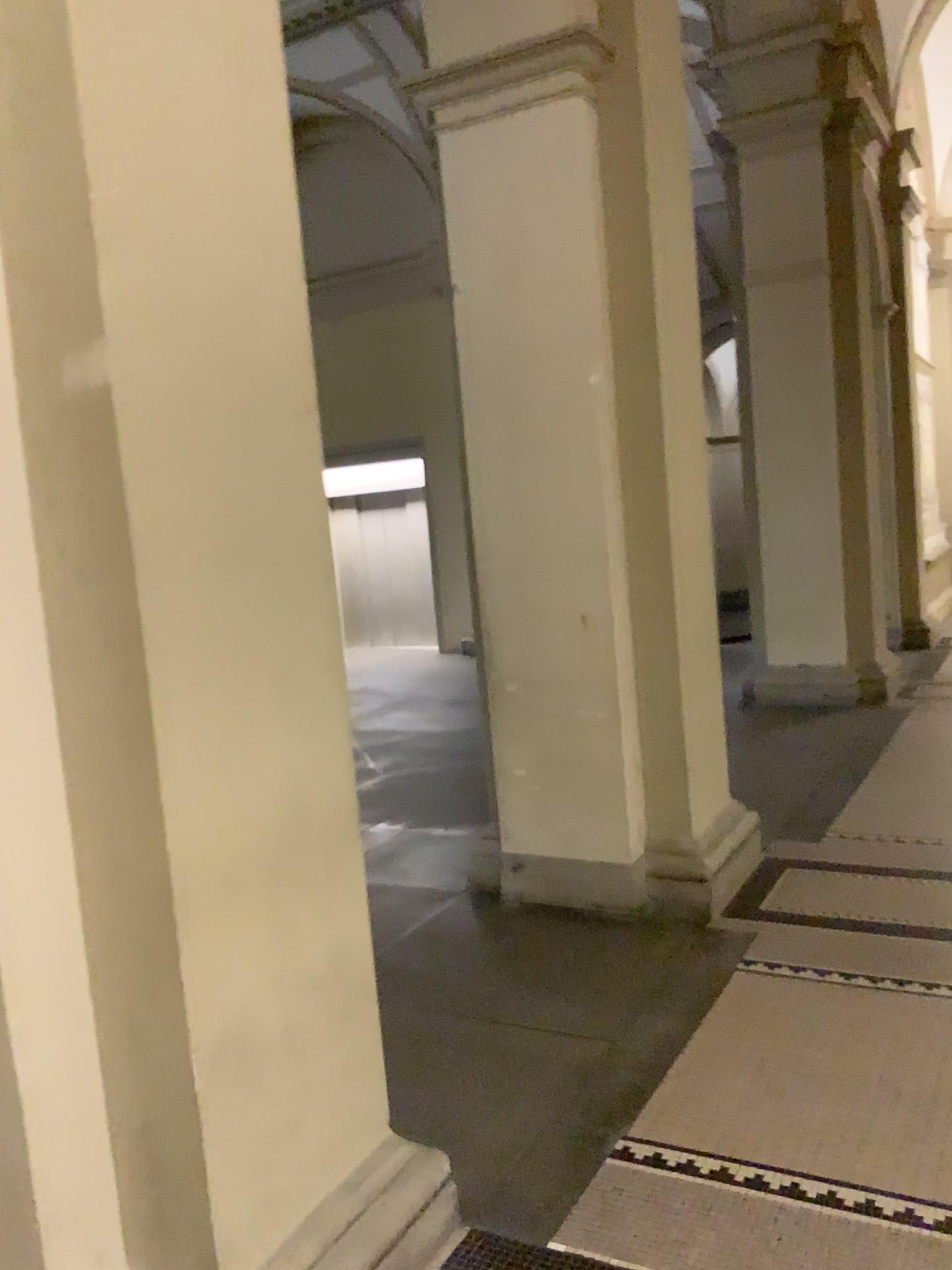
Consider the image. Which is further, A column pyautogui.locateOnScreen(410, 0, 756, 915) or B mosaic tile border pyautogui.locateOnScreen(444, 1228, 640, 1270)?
A column pyautogui.locateOnScreen(410, 0, 756, 915)

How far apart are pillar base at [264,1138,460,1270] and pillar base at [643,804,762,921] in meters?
1.9 m

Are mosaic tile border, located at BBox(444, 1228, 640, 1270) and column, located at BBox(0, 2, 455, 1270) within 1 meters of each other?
yes

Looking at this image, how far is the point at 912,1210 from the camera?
2.27m

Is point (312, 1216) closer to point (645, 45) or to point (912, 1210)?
point (912, 1210)

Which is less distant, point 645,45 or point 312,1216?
point 312,1216

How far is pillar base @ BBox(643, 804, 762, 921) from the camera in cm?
406

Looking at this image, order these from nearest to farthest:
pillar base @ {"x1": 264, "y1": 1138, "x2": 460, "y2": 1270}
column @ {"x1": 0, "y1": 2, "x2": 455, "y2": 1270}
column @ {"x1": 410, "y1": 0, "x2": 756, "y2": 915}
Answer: column @ {"x1": 0, "y1": 2, "x2": 455, "y2": 1270}
pillar base @ {"x1": 264, "y1": 1138, "x2": 460, "y2": 1270}
column @ {"x1": 410, "y1": 0, "x2": 756, "y2": 915}

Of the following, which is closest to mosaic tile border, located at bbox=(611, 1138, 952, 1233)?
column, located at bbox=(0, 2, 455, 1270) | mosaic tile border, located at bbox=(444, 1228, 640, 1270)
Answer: mosaic tile border, located at bbox=(444, 1228, 640, 1270)

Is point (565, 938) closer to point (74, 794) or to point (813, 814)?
point (813, 814)
